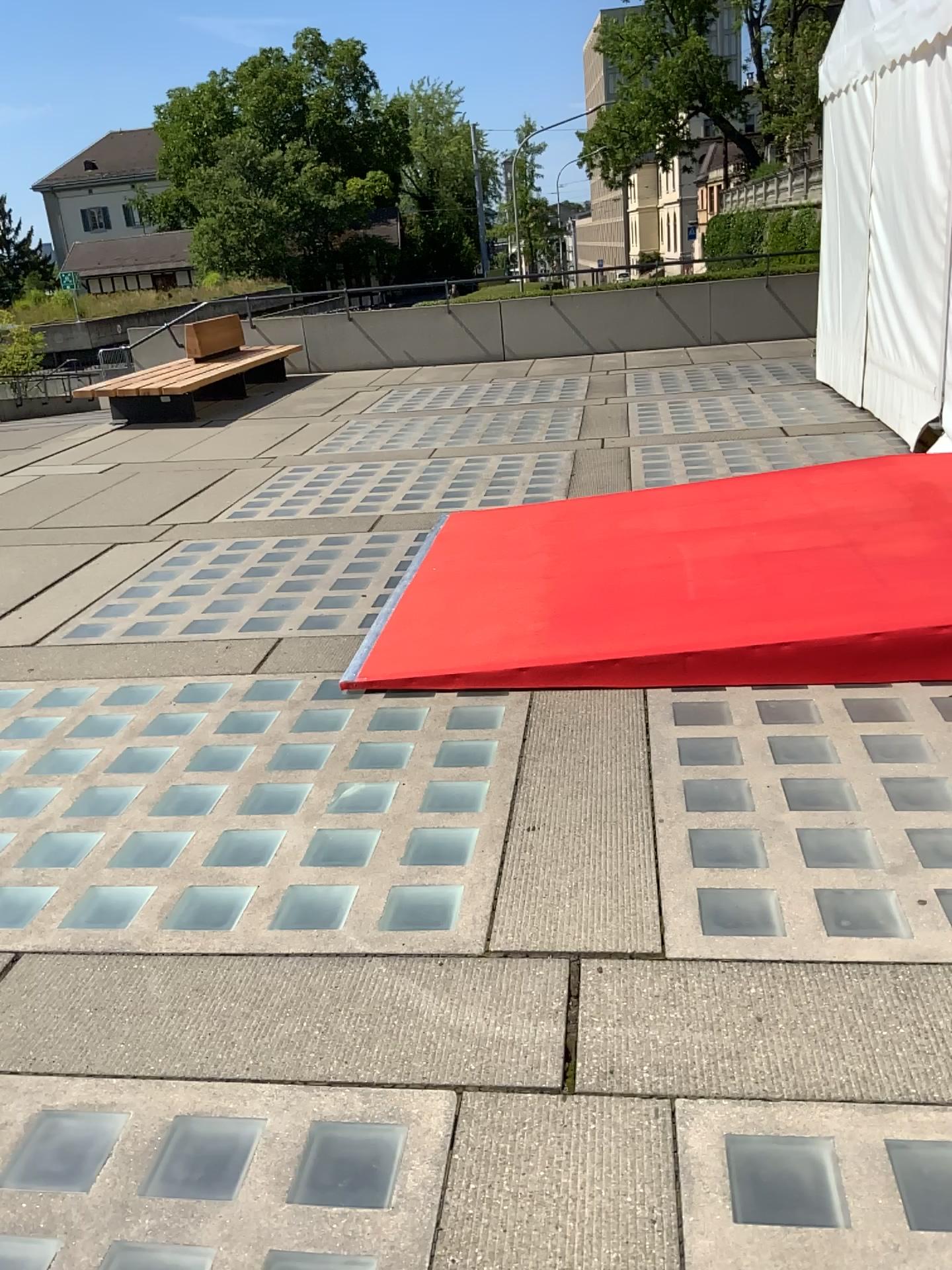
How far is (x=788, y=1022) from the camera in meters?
2.1
